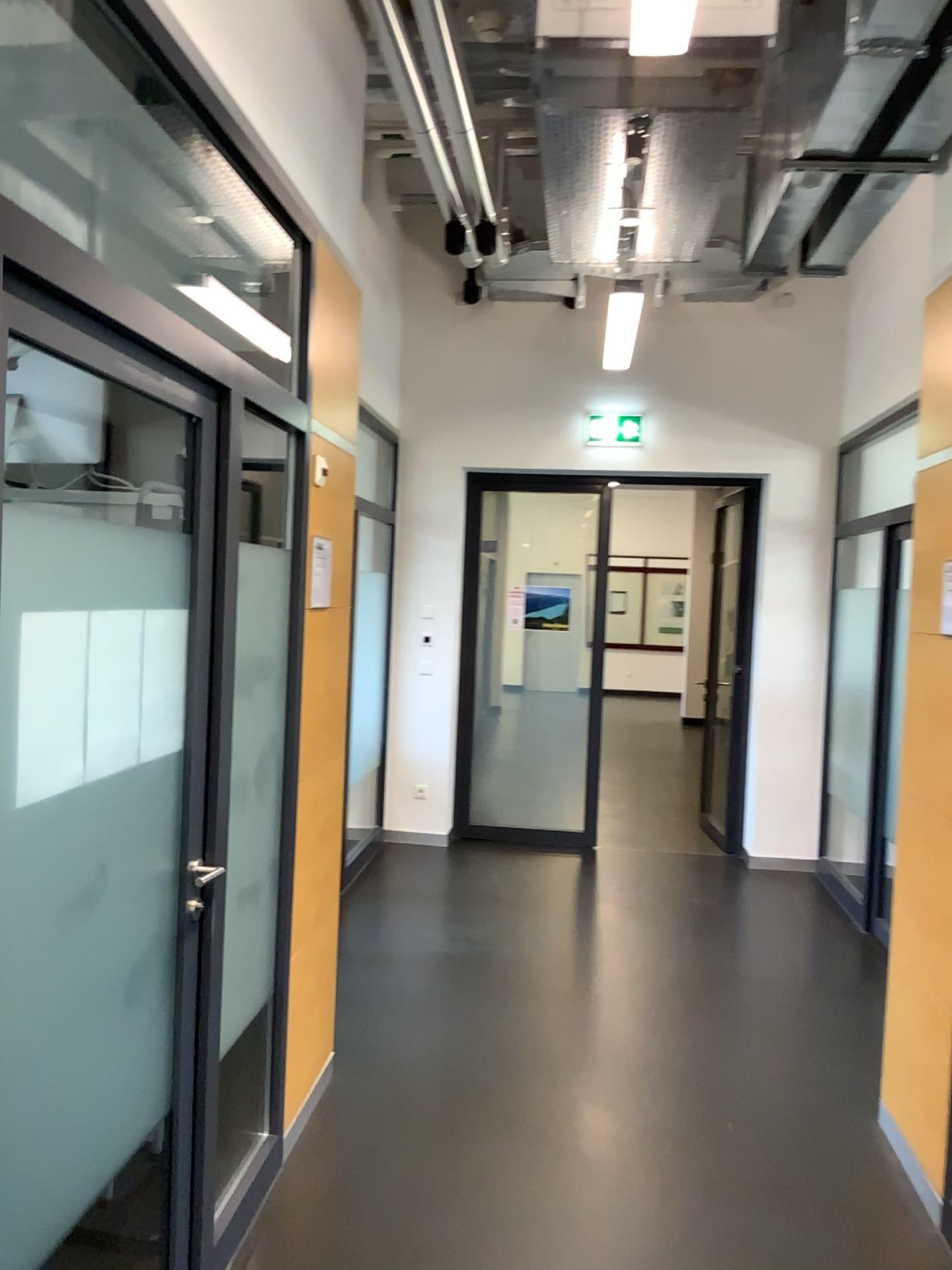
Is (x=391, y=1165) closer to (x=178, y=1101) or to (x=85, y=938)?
(x=178, y=1101)

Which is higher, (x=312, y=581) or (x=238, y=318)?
(x=238, y=318)

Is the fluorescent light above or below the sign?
above
